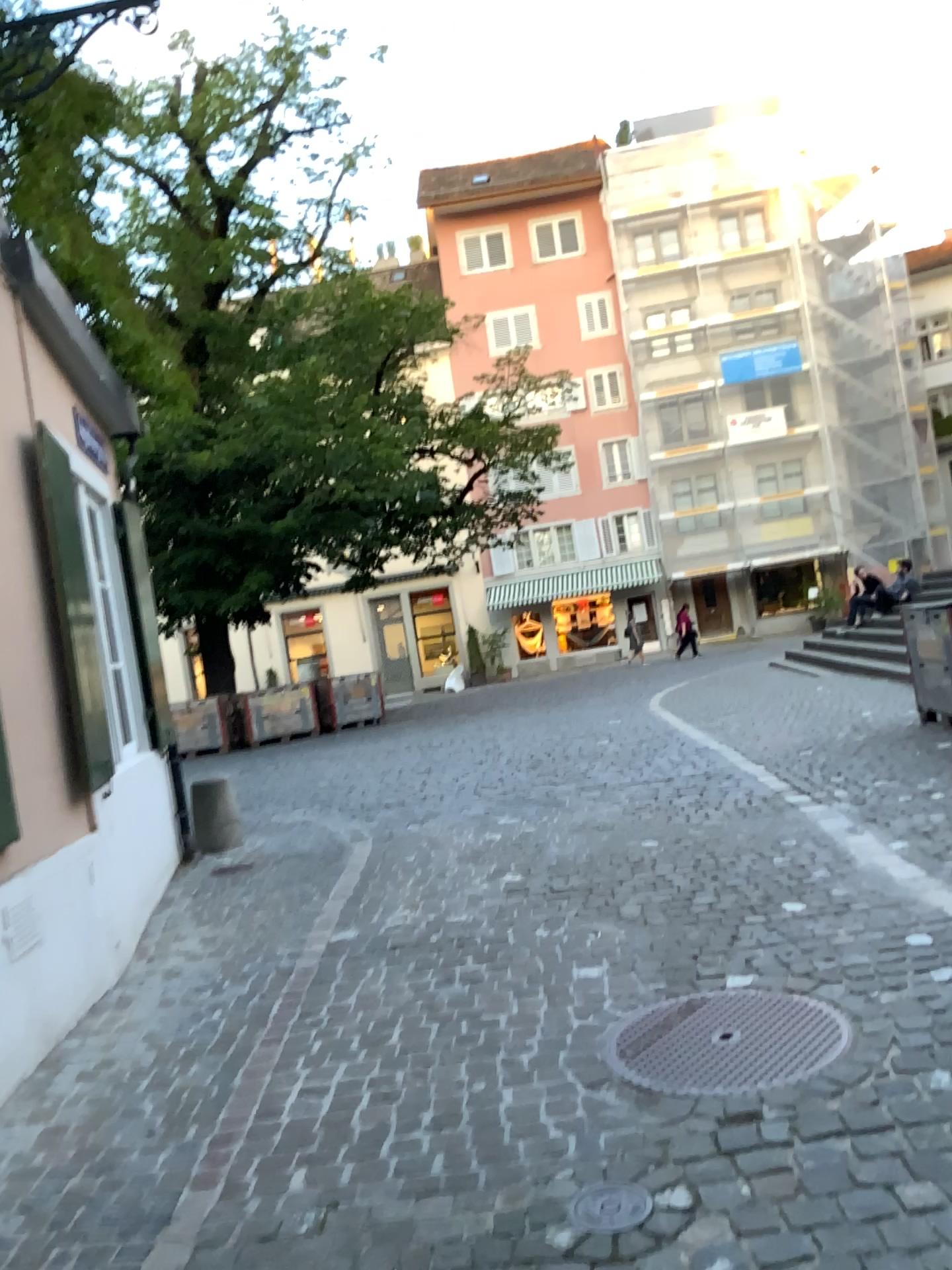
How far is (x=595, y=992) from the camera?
3.5m

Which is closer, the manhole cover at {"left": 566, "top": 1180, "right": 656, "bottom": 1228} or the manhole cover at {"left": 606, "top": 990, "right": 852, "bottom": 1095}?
the manhole cover at {"left": 566, "top": 1180, "right": 656, "bottom": 1228}

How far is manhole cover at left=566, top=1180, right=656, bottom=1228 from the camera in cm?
226

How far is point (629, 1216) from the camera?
2.3 meters

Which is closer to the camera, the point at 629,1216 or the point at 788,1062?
the point at 629,1216
